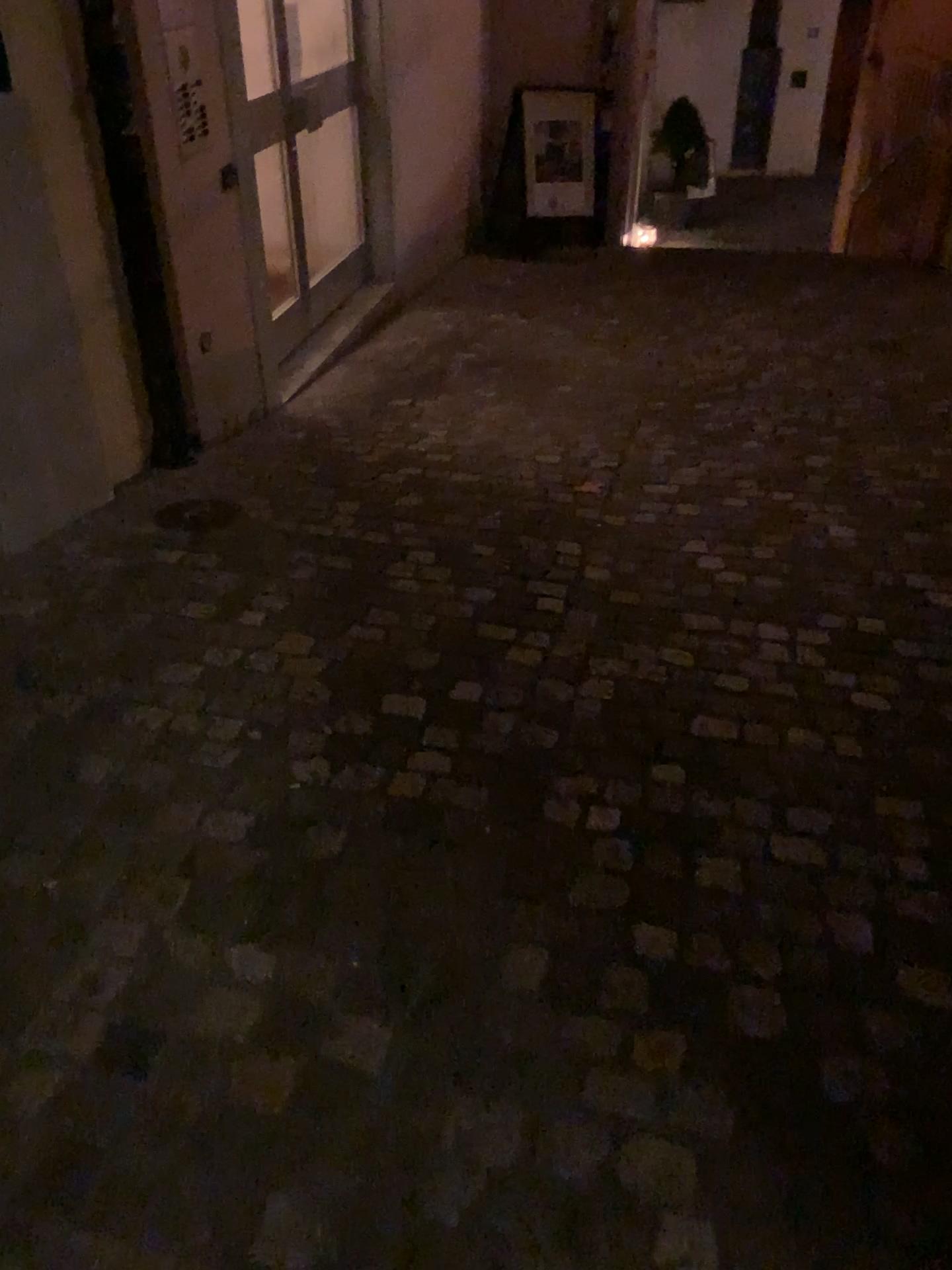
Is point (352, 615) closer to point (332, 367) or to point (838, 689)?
point (838, 689)
